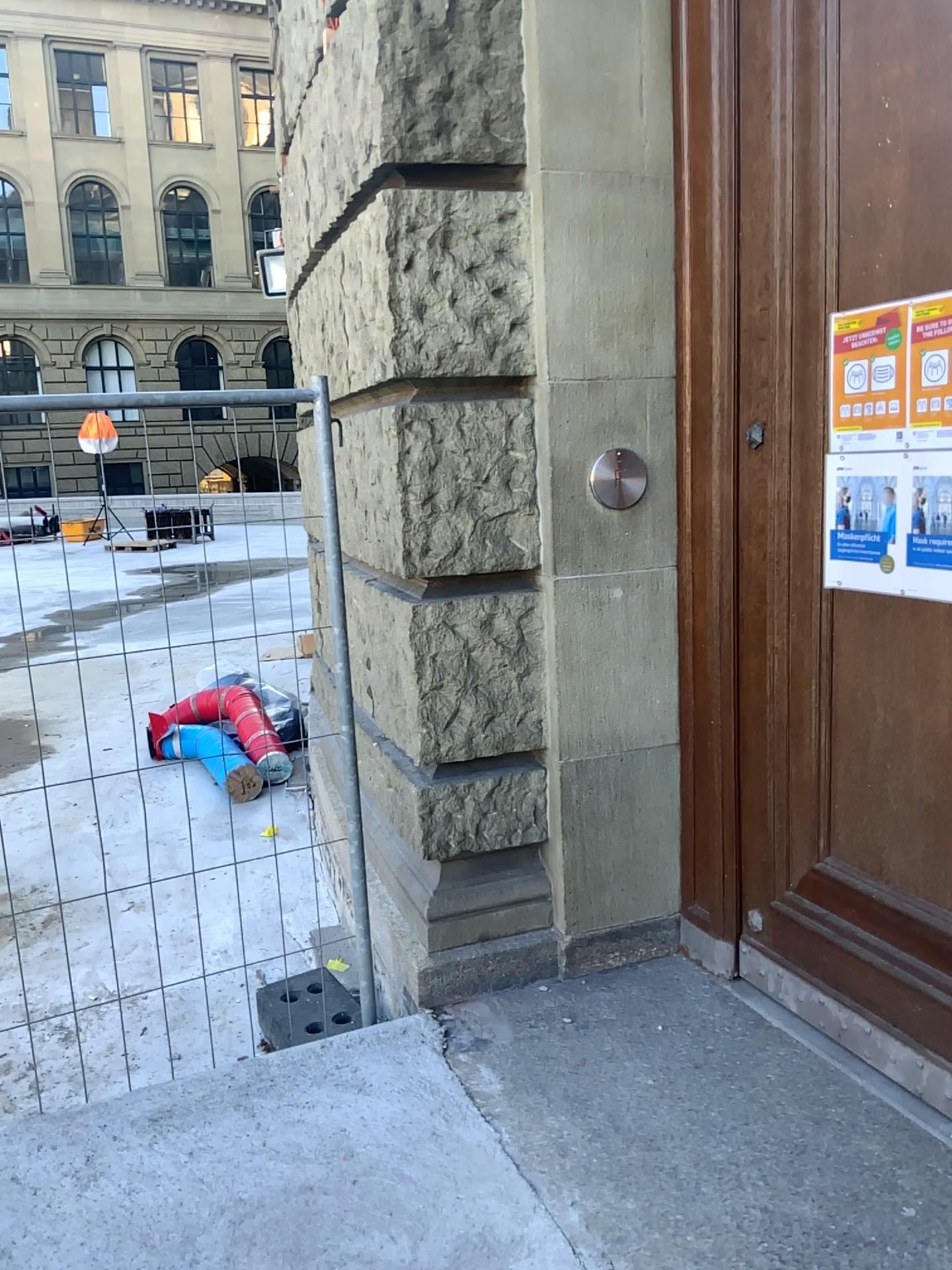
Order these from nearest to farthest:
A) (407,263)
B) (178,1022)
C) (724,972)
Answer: (407,263) → (724,972) → (178,1022)
